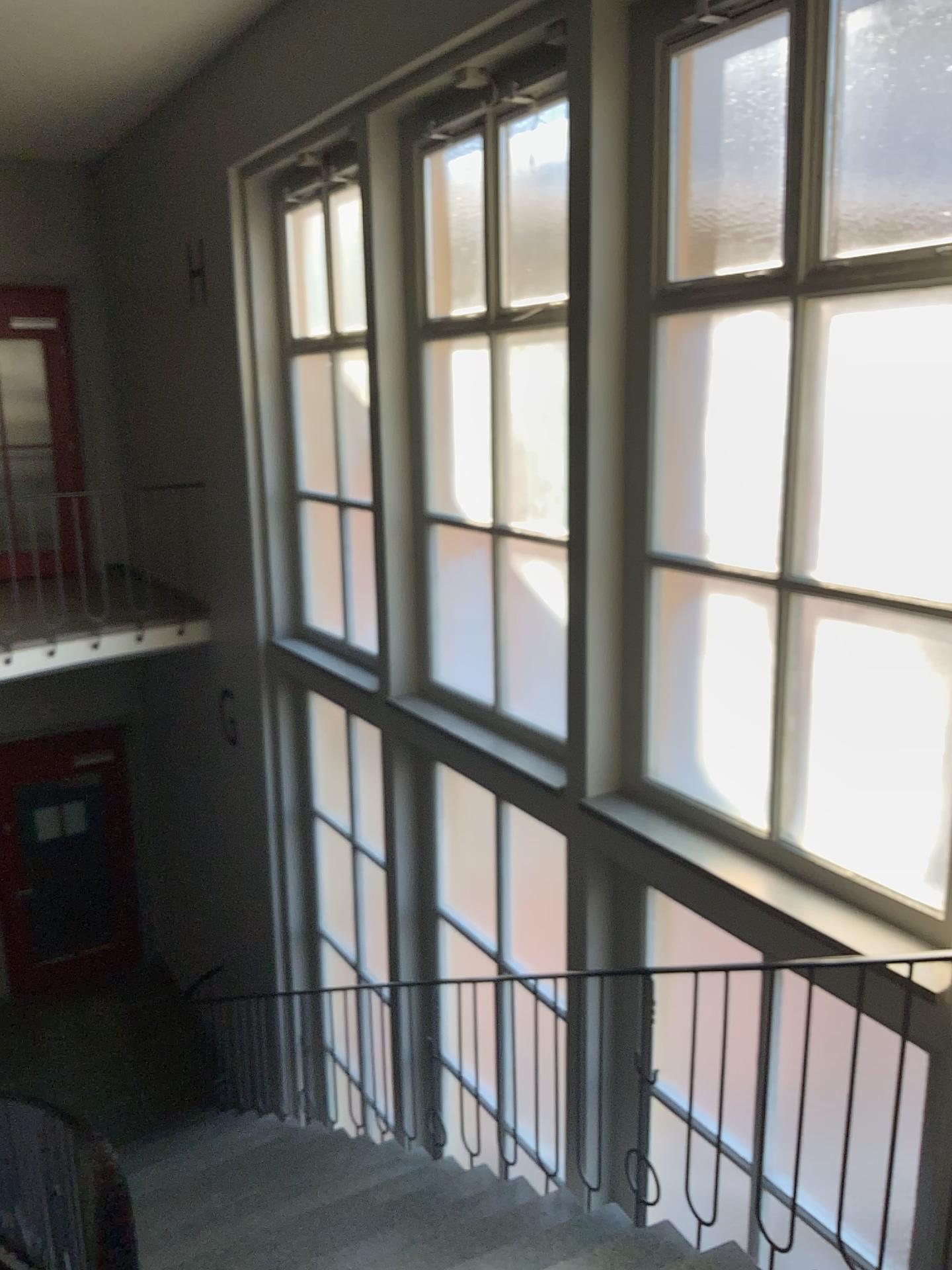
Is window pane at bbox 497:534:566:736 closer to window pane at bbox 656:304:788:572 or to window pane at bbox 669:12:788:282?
window pane at bbox 656:304:788:572

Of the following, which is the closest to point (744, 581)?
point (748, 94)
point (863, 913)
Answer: point (863, 913)

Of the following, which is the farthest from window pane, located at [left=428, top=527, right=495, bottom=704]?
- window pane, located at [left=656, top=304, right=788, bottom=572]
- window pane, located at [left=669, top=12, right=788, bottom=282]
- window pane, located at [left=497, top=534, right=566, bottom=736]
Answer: window pane, located at [left=669, top=12, right=788, bottom=282]

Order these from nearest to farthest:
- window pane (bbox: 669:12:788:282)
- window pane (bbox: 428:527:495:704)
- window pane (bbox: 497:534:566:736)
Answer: window pane (bbox: 669:12:788:282), window pane (bbox: 497:534:566:736), window pane (bbox: 428:527:495:704)

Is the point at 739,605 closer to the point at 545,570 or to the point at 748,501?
the point at 748,501

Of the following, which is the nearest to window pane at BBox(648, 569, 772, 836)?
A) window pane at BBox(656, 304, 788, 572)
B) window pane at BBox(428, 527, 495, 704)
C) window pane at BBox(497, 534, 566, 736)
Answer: window pane at BBox(656, 304, 788, 572)

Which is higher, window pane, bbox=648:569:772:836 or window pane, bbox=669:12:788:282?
window pane, bbox=669:12:788:282

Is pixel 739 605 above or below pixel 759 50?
below

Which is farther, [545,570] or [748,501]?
[545,570]

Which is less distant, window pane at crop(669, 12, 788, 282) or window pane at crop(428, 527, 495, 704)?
window pane at crop(669, 12, 788, 282)
